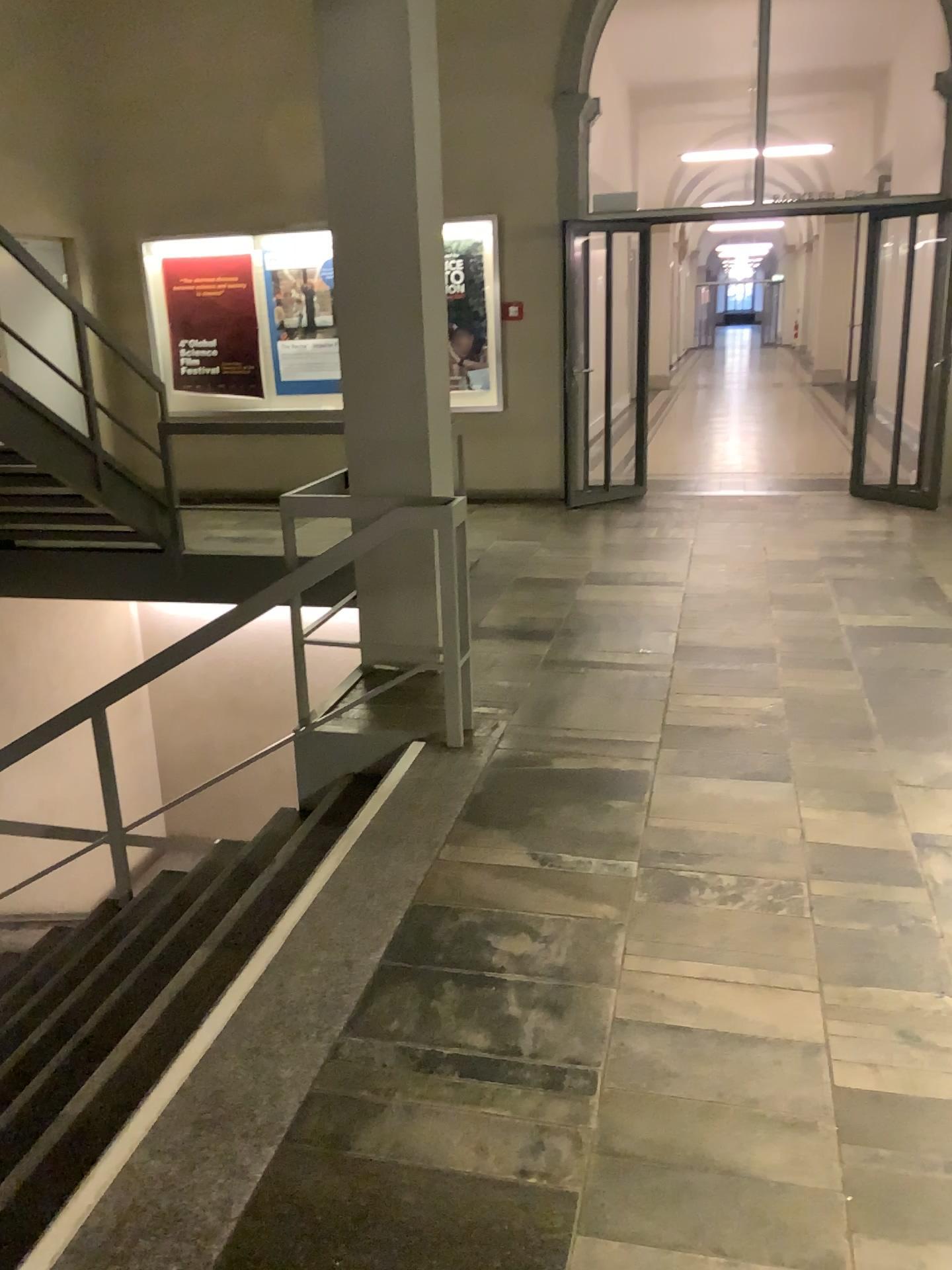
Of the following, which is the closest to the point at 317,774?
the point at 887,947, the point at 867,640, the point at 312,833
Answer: the point at 312,833
